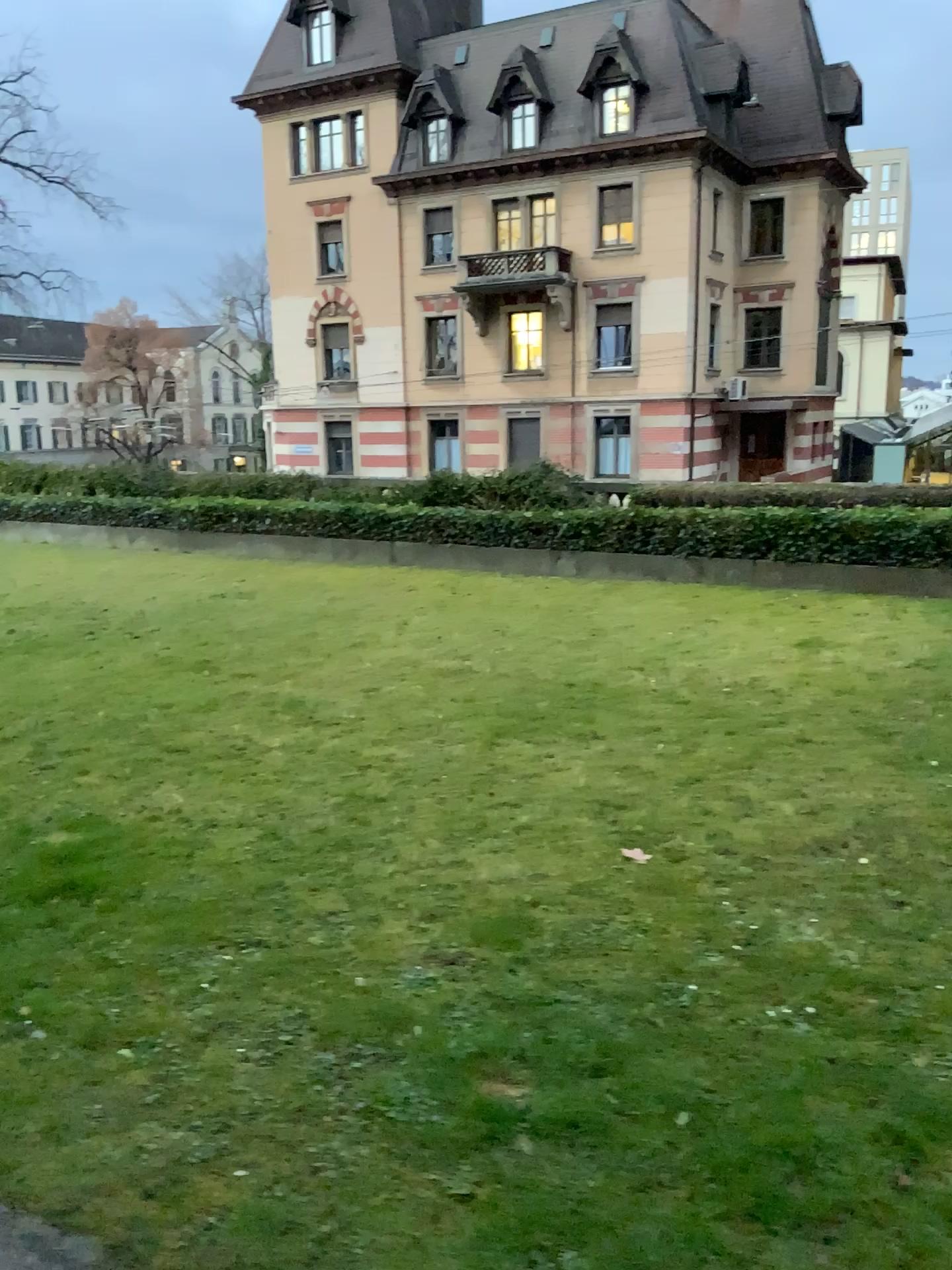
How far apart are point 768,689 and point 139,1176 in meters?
4.3
